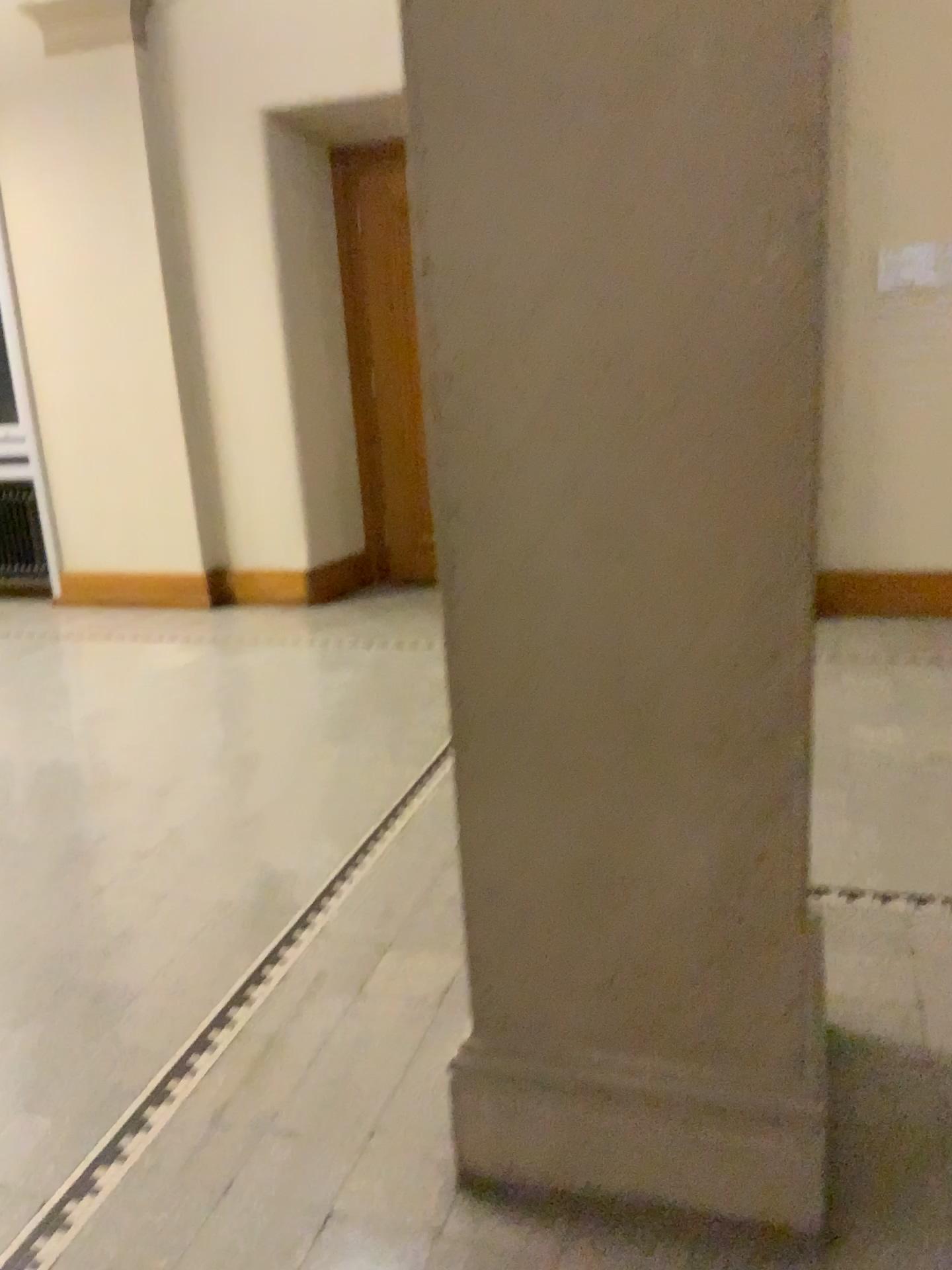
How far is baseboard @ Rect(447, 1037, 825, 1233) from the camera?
1.6m

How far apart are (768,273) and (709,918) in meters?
0.9

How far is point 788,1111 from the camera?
1.64m

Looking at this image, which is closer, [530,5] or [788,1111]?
[530,5]

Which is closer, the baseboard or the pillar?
the pillar

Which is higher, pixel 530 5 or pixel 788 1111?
pixel 530 5
